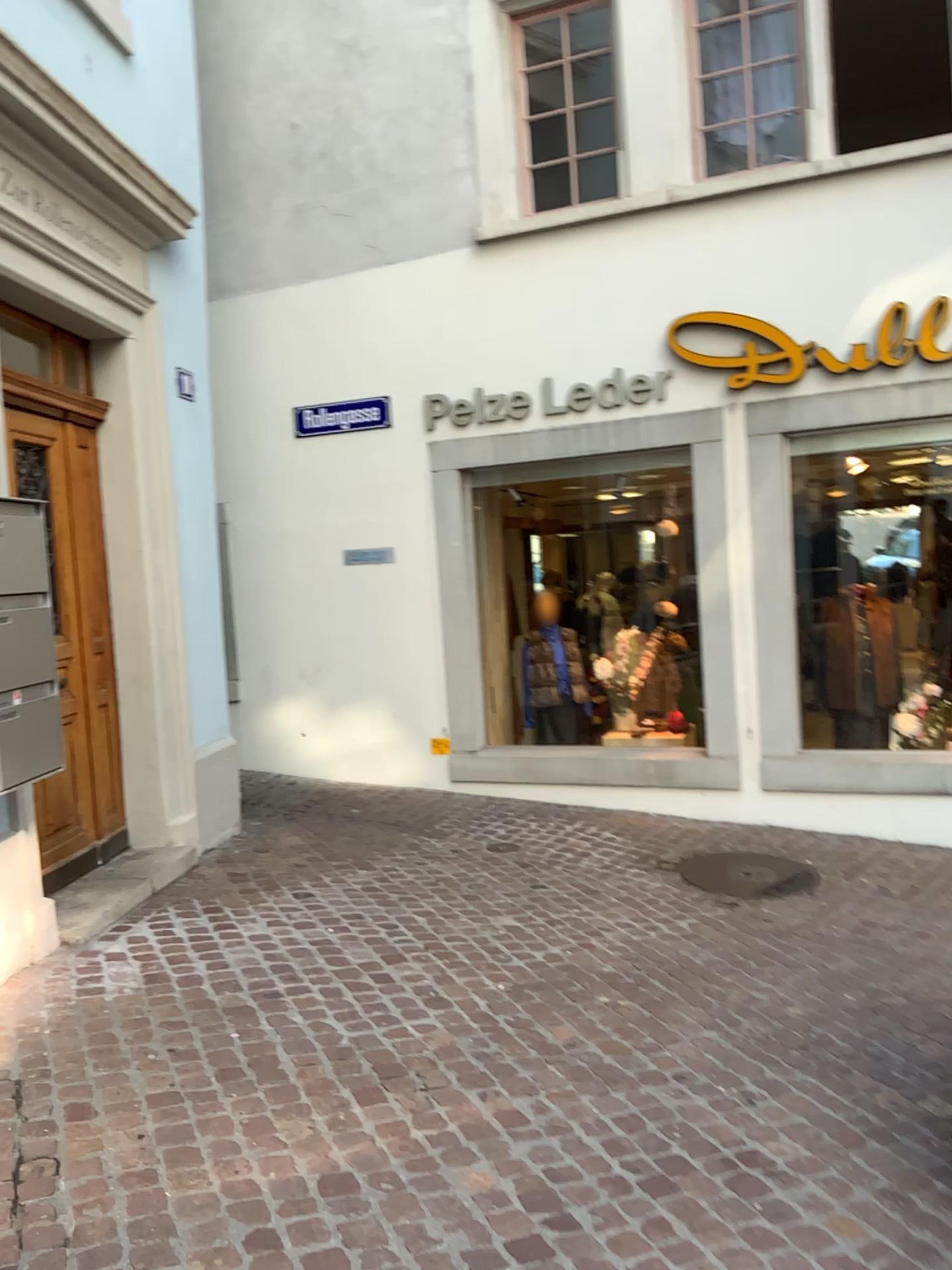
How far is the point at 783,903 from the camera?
5.12m

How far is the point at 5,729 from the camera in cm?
346

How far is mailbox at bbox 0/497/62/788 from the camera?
3.5m
